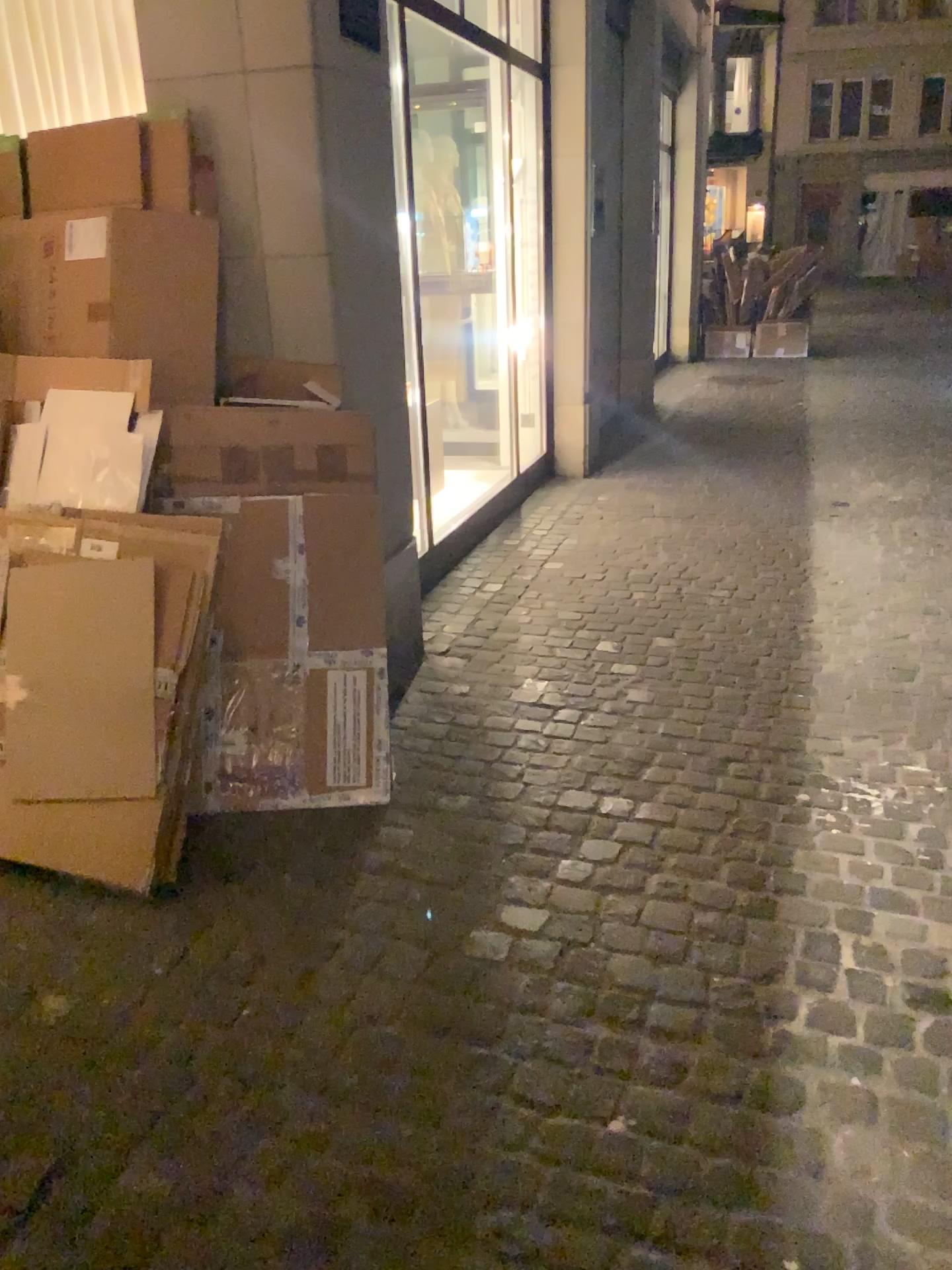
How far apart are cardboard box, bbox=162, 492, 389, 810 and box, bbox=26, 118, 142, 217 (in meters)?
0.88

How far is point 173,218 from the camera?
2.7m

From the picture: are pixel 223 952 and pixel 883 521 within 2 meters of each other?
no

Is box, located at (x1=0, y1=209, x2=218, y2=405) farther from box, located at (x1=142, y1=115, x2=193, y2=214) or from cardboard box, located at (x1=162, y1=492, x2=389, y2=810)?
cardboard box, located at (x1=162, y1=492, x2=389, y2=810)

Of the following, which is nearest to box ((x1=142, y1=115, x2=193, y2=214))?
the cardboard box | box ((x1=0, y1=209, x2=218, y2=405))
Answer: box ((x1=0, y1=209, x2=218, y2=405))

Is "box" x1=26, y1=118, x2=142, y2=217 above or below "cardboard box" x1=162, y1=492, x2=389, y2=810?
above

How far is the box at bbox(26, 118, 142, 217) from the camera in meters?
2.8

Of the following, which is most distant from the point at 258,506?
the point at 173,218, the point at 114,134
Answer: the point at 114,134

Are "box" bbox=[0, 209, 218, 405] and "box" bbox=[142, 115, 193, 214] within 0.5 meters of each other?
yes

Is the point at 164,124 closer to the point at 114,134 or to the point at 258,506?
the point at 114,134
